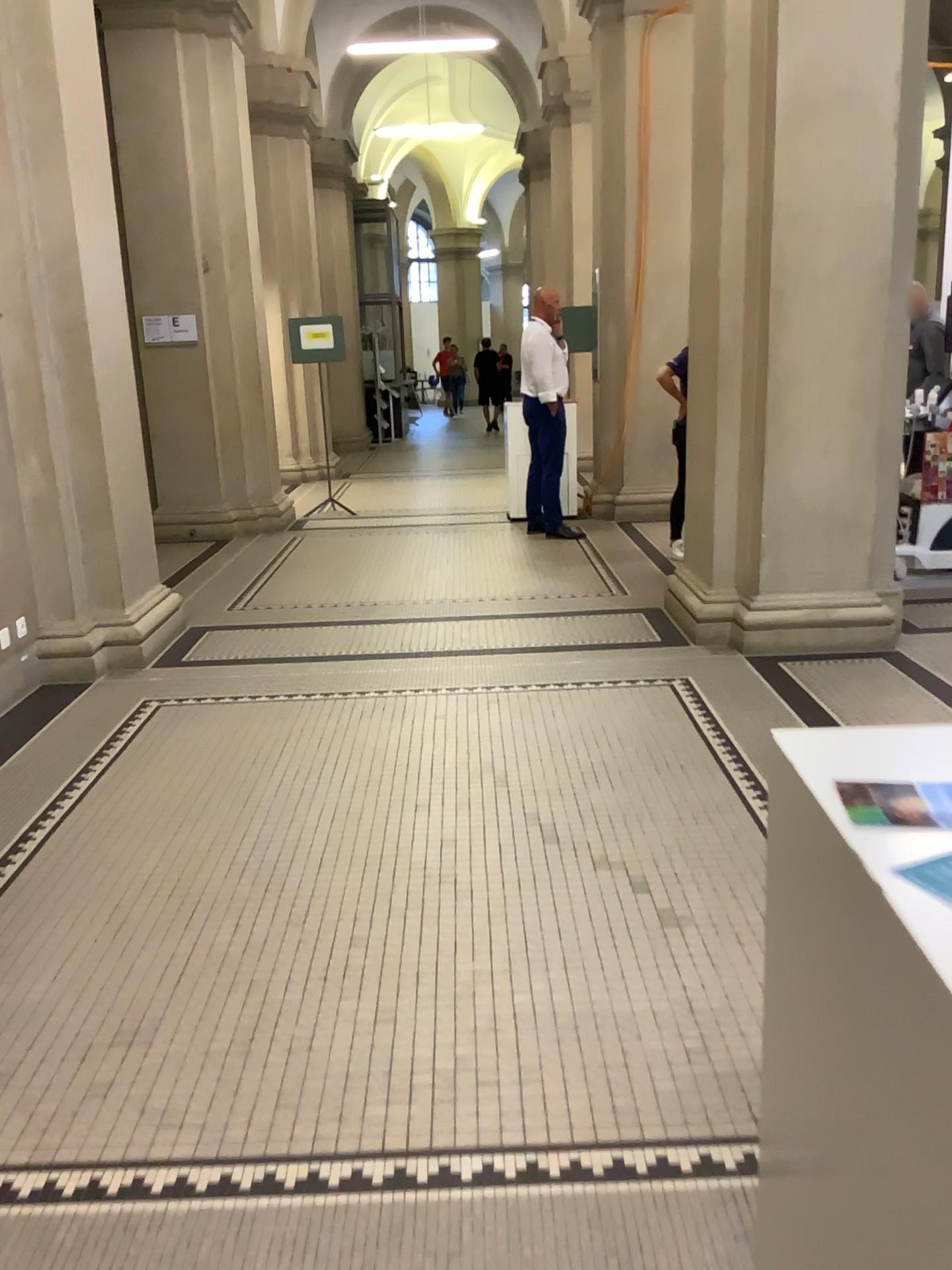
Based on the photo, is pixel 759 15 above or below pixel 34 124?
above

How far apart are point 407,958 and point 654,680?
2.35m
